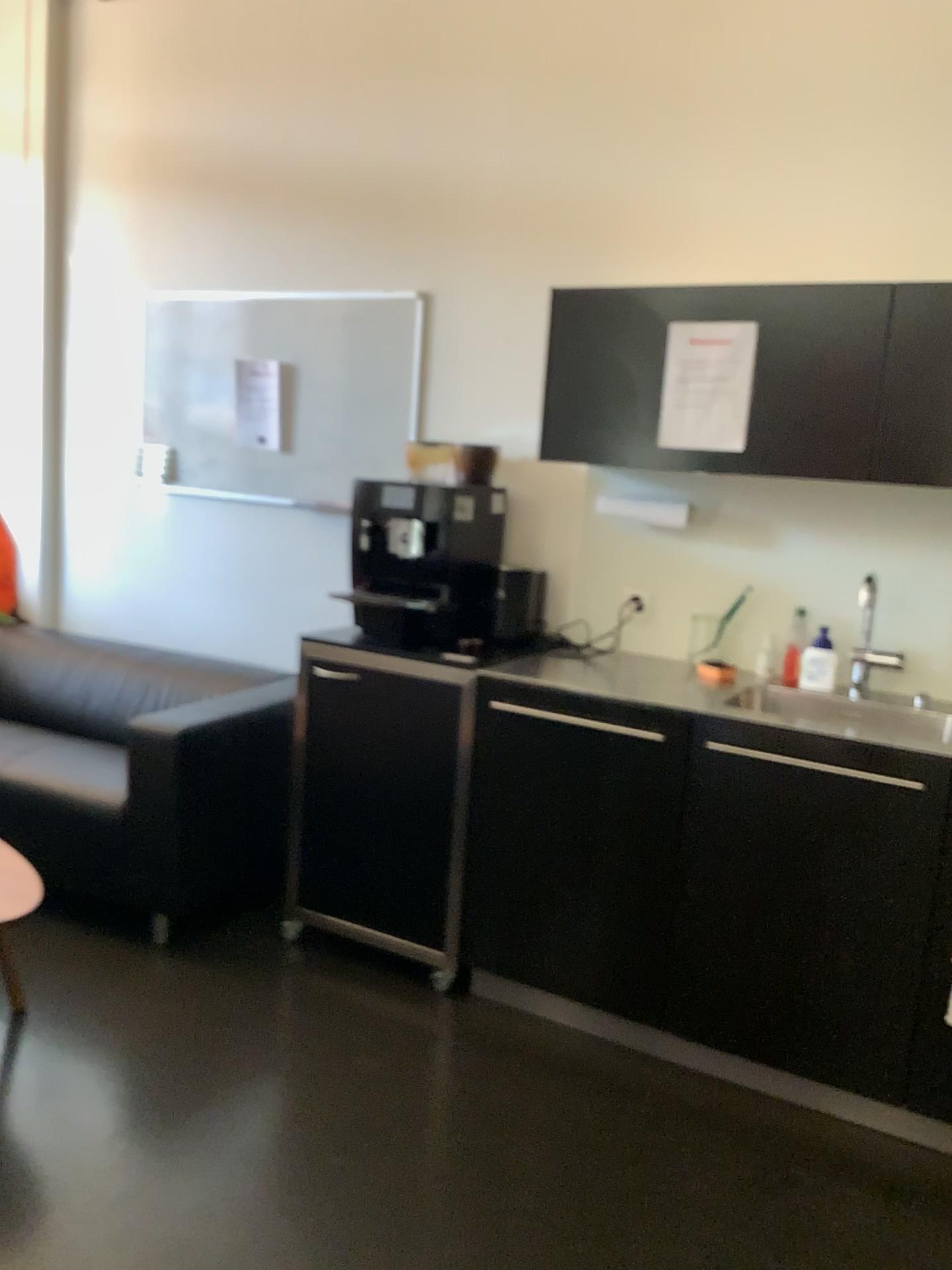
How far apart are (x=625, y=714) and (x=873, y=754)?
0.6m

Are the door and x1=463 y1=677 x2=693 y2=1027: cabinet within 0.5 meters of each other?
yes

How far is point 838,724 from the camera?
2.43m

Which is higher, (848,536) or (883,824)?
(848,536)

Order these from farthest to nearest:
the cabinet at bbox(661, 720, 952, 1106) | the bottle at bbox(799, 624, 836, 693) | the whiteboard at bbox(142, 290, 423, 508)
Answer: the whiteboard at bbox(142, 290, 423, 508), the bottle at bbox(799, 624, 836, 693), the cabinet at bbox(661, 720, 952, 1106)

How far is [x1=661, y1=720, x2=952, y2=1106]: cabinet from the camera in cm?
227

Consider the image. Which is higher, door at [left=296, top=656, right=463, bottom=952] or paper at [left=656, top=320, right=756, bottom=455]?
paper at [left=656, top=320, right=756, bottom=455]

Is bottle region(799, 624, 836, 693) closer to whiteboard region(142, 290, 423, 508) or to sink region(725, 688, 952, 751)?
sink region(725, 688, 952, 751)

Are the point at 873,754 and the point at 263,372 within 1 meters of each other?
no

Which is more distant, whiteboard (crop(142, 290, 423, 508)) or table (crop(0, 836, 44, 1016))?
whiteboard (crop(142, 290, 423, 508))
